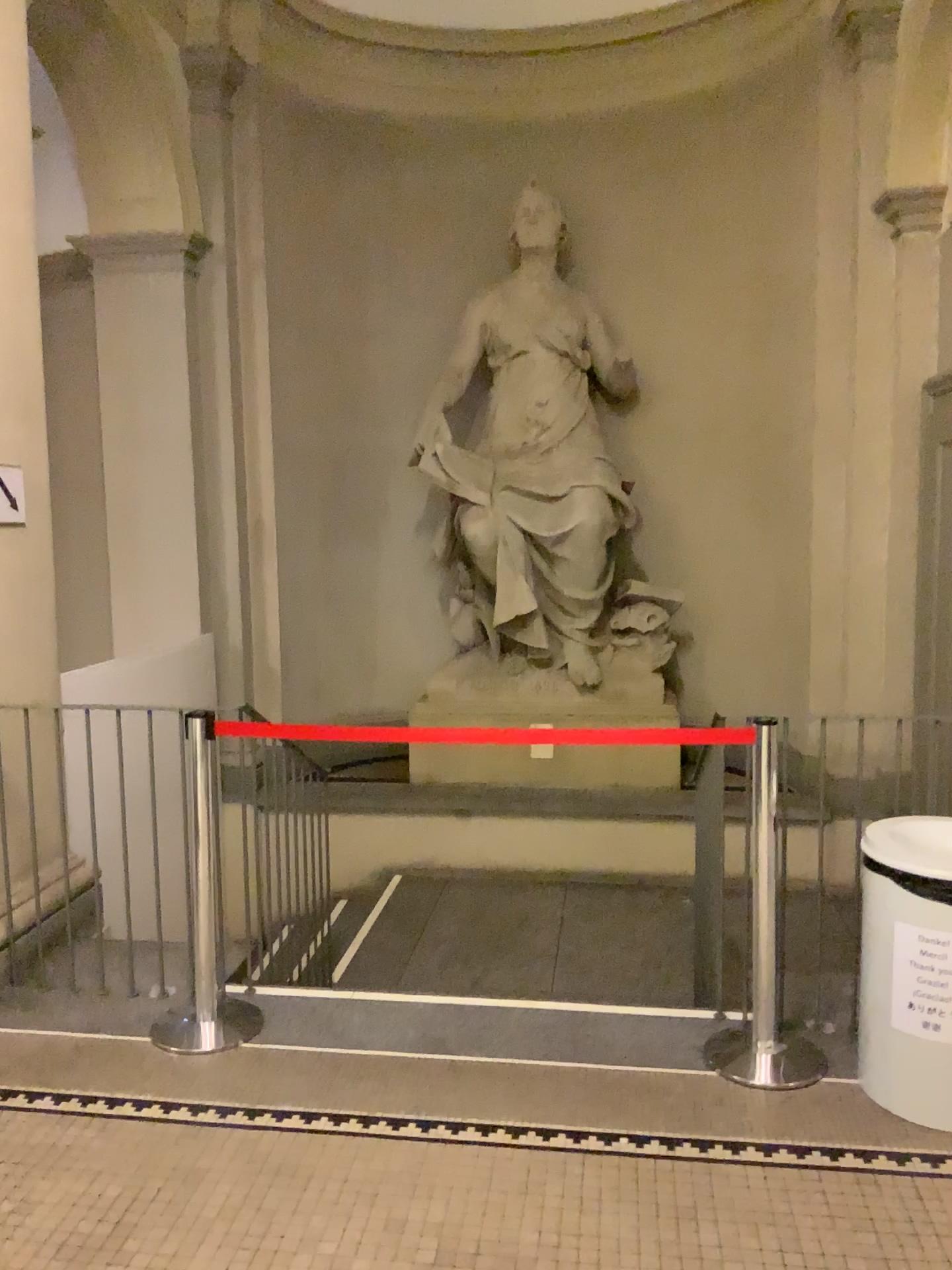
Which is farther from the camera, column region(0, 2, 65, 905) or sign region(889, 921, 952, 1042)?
column region(0, 2, 65, 905)

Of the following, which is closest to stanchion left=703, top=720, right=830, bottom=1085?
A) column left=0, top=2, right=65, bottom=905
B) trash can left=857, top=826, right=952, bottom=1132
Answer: trash can left=857, top=826, right=952, bottom=1132

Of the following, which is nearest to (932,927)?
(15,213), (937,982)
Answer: (937,982)

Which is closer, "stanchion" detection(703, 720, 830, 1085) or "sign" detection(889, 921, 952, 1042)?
"sign" detection(889, 921, 952, 1042)

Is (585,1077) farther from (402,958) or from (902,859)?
(402,958)

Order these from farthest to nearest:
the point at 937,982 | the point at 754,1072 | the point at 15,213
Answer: the point at 15,213, the point at 754,1072, the point at 937,982

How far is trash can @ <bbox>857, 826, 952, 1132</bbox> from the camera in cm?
267

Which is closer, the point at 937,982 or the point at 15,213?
the point at 937,982

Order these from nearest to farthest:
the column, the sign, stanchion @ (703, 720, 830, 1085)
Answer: the sign < stanchion @ (703, 720, 830, 1085) < the column

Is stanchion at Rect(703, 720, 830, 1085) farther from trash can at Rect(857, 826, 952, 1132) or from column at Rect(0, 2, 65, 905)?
column at Rect(0, 2, 65, 905)
